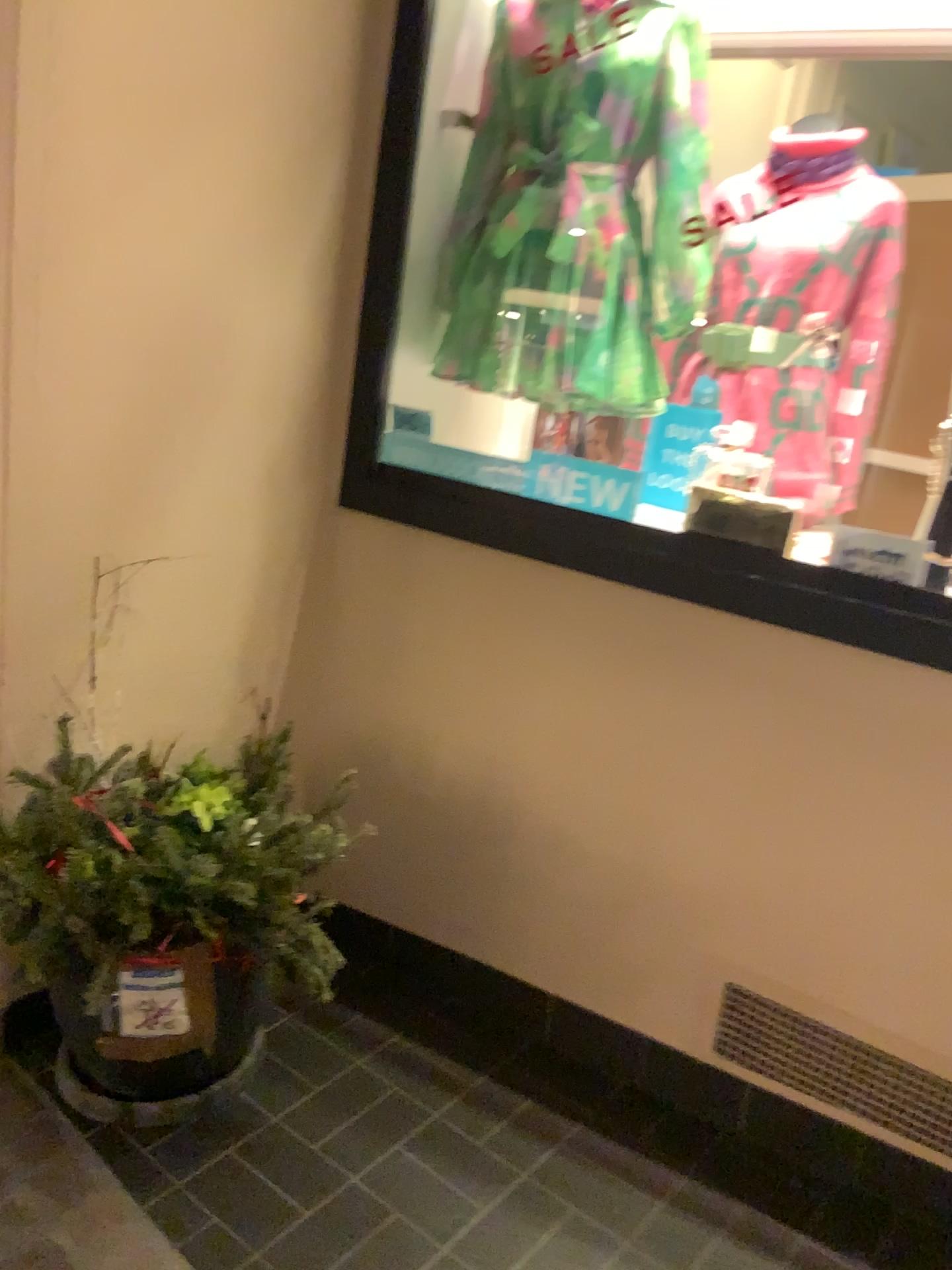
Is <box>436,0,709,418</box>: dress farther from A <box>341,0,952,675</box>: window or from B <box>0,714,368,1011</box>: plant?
B <box>0,714,368,1011</box>: plant

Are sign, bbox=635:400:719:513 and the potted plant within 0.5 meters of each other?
no

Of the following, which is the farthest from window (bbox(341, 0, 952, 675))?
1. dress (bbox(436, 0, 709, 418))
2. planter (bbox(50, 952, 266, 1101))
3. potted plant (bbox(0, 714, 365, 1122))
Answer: planter (bbox(50, 952, 266, 1101))

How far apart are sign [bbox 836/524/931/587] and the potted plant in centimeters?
96cm

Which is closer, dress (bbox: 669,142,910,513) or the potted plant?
the potted plant

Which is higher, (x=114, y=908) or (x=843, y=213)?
(x=843, y=213)

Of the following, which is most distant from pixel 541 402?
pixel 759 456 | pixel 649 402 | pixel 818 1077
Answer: pixel 818 1077

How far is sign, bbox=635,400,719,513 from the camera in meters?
2.2 m

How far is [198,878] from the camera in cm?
168

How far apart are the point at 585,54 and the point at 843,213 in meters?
0.6 m
